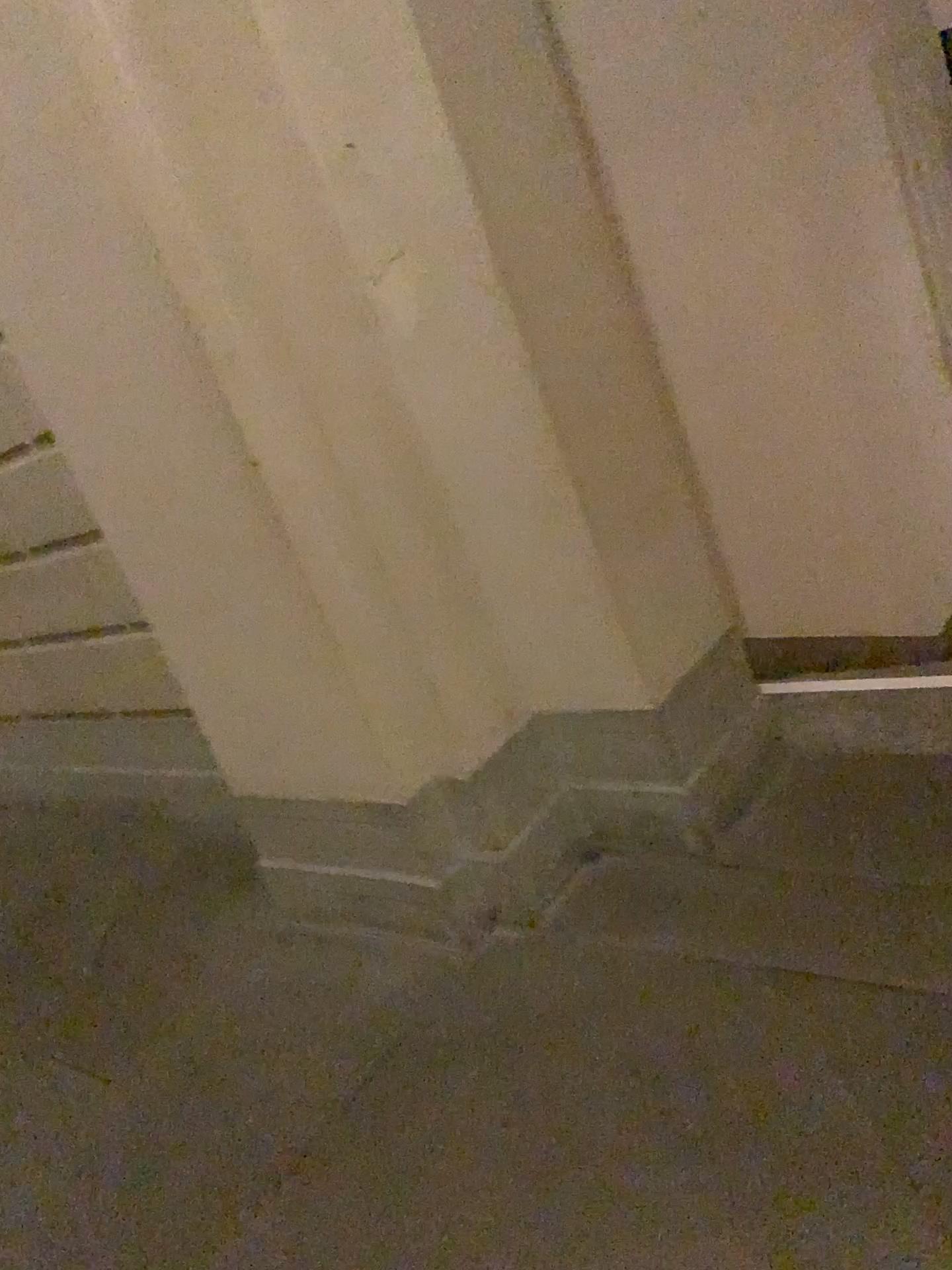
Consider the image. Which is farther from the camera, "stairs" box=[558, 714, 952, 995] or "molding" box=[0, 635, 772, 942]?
"molding" box=[0, 635, 772, 942]

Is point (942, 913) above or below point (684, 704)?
below

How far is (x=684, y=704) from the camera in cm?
209

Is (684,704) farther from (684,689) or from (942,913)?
(942,913)

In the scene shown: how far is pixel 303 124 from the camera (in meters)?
1.81

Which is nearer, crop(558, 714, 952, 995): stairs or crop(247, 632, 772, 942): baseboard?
crop(558, 714, 952, 995): stairs

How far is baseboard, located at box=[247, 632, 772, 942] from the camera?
2.1m

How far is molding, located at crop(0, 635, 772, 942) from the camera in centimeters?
209cm
